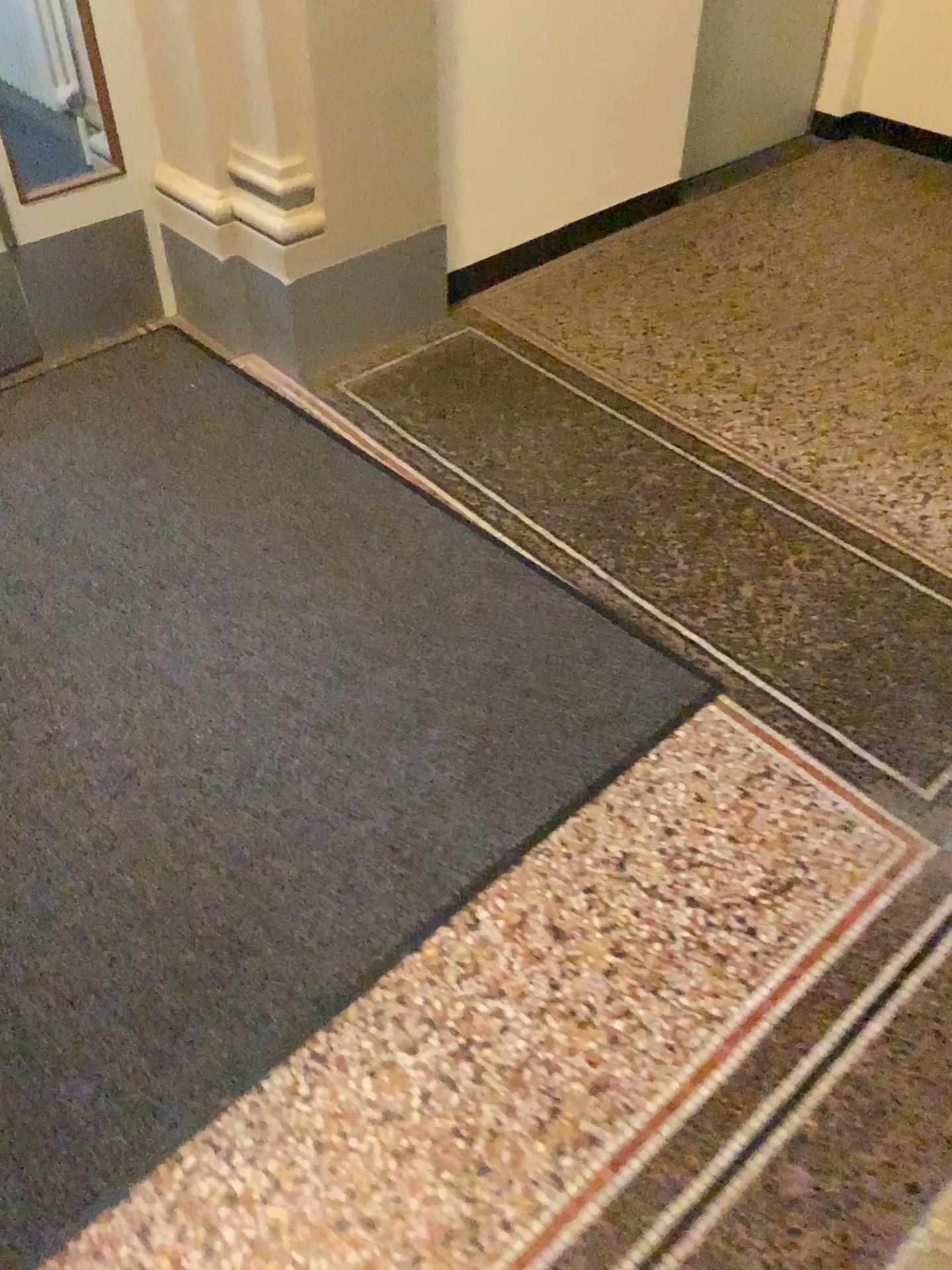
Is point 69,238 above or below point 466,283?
above

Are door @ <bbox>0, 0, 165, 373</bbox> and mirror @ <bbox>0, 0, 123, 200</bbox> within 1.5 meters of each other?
yes

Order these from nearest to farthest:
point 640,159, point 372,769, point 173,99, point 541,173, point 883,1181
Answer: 1. point 883,1181
2. point 372,769
3. point 173,99
4. point 541,173
5. point 640,159

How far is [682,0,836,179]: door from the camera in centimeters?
366cm

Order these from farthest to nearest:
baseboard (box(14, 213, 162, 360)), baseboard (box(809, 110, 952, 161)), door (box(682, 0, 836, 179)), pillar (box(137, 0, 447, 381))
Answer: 1. baseboard (box(809, 110, 952, 161))
2. door (box(682, 0, 836, 179))
3. baseboard (box(14, 213, 162, 360))
4. pillar (box(137, 0, 447, 381))

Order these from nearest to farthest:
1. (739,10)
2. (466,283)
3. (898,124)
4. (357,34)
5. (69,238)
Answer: (357,34), (69,238), (466,283), (739,10), (898,124)

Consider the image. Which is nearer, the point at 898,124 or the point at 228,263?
the point at 228,263

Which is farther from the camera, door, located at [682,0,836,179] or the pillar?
door, located at [682,0,836,179]

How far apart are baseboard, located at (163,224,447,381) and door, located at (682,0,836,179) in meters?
1.3

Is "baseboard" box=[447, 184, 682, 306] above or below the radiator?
below
